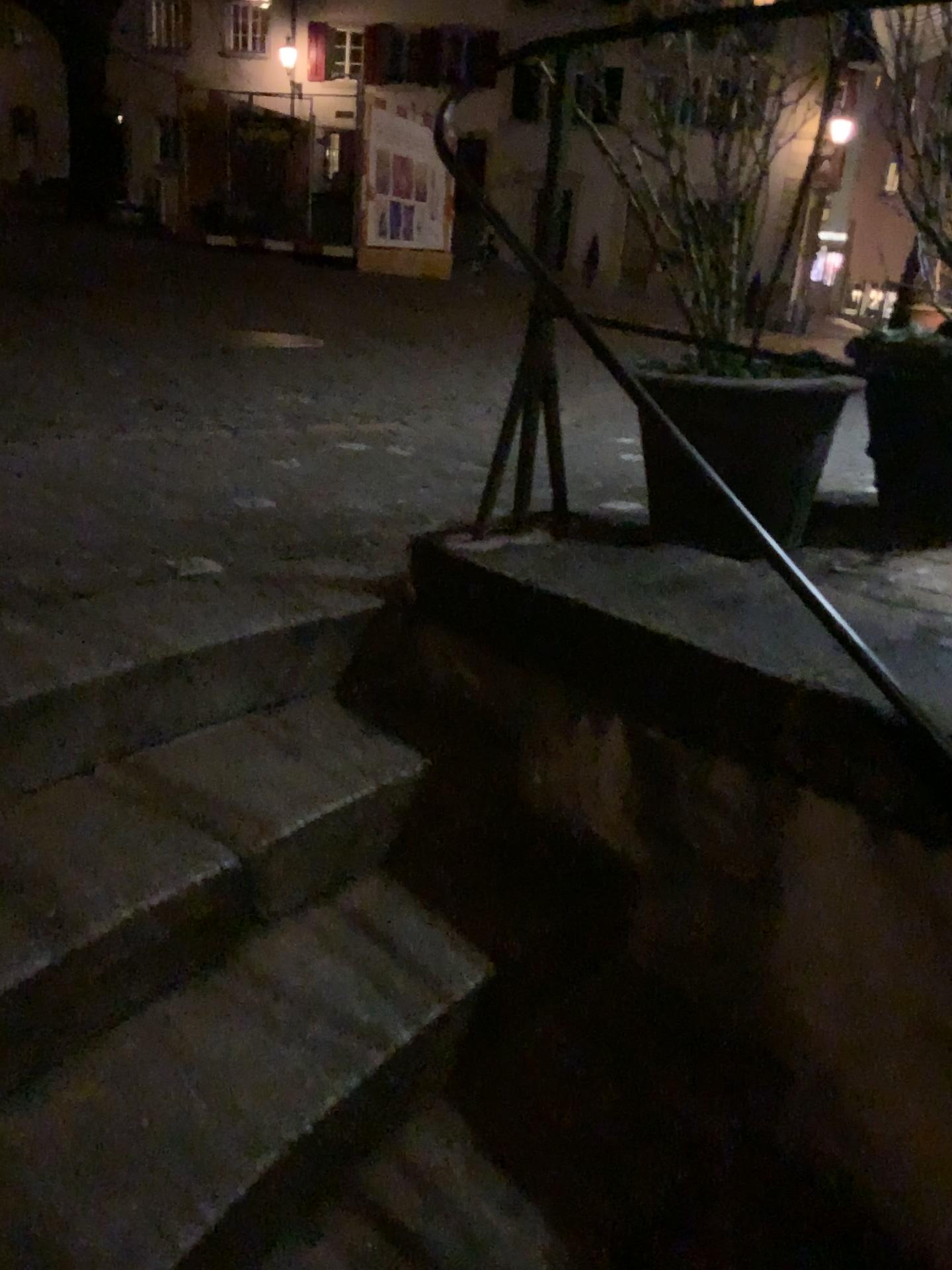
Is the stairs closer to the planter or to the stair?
the stair

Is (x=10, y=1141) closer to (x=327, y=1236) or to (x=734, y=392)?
(x=327, y=1236)

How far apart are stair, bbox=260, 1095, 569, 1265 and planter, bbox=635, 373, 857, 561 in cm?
115

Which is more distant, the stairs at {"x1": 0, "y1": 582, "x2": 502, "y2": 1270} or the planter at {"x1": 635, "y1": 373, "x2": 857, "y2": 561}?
the planter at {"x1": 635, "y1": 373, "x2": 857, "y2": 561}

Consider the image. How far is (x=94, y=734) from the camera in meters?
1.6 m

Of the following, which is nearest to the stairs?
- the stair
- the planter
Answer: the stair

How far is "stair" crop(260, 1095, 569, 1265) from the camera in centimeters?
130cm

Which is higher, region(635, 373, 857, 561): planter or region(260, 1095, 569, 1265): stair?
region(635, 373, 857, 561): planter

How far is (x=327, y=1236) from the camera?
1.3 meters

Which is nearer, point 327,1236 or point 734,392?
point 327,1236
